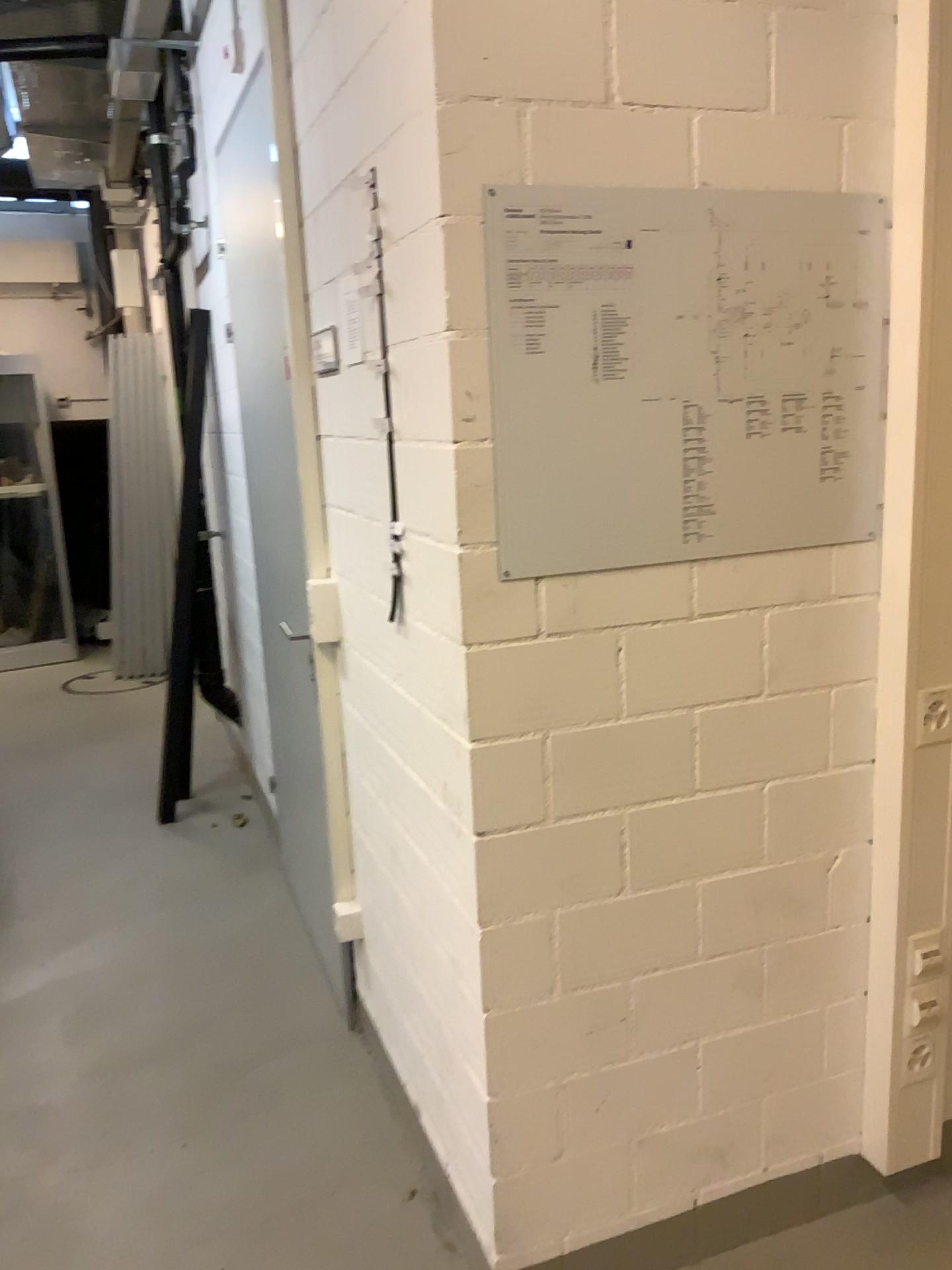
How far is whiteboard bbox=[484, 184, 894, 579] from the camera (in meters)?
1.49

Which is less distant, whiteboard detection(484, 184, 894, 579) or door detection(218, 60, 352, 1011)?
whiteboard detection(484, 184, 894, 579)

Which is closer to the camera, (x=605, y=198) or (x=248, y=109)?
(x=605, y=198)

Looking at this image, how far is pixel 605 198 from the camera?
1.49m

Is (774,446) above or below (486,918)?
above

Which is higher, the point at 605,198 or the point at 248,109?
the point at 248,109
